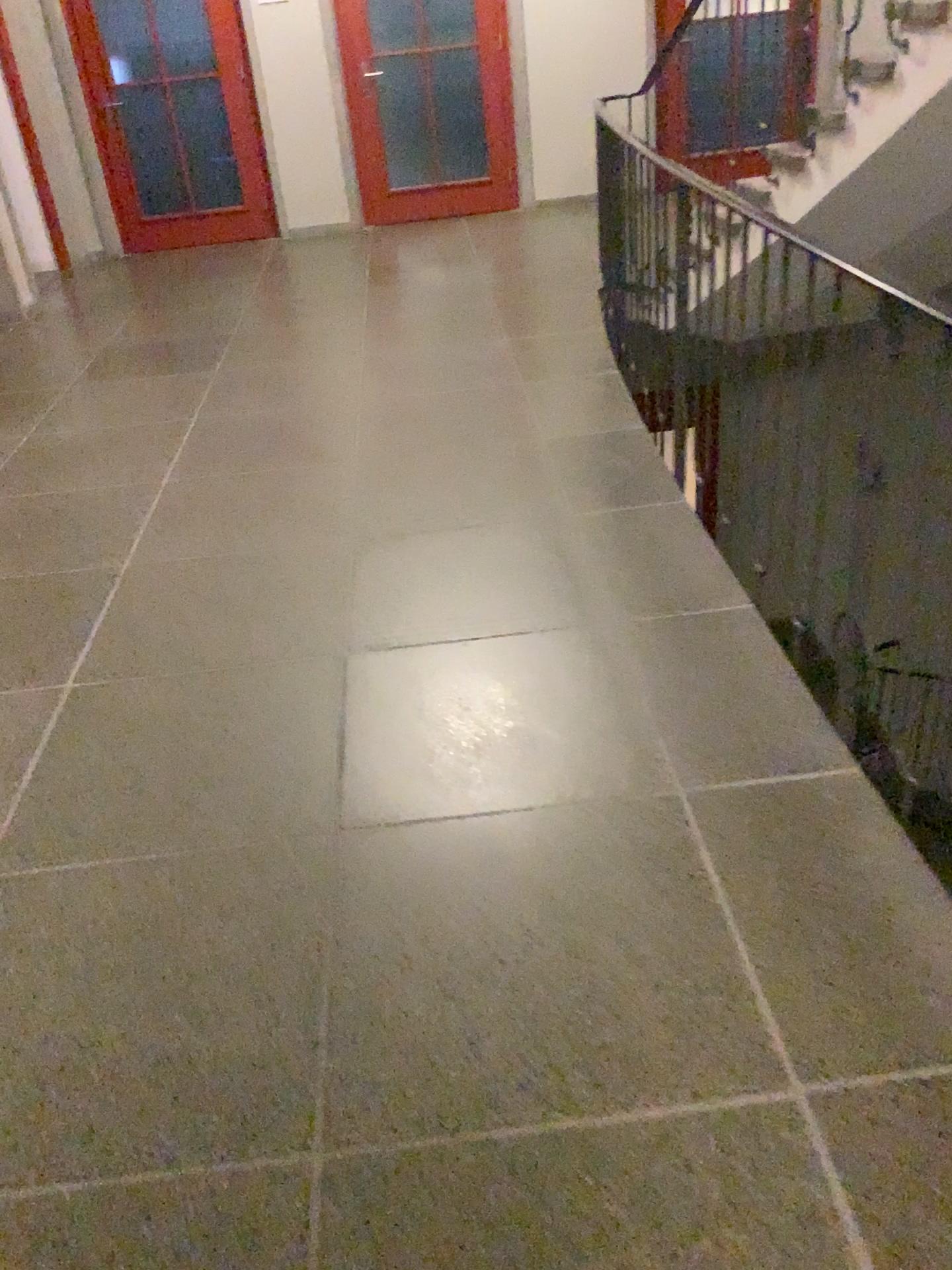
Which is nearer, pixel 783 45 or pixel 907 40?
pixel 907 40

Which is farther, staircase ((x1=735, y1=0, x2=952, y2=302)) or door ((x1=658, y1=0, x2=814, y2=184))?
door ((x1=658, y1=0, x2=814, y2=184))

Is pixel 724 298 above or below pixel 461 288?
above
